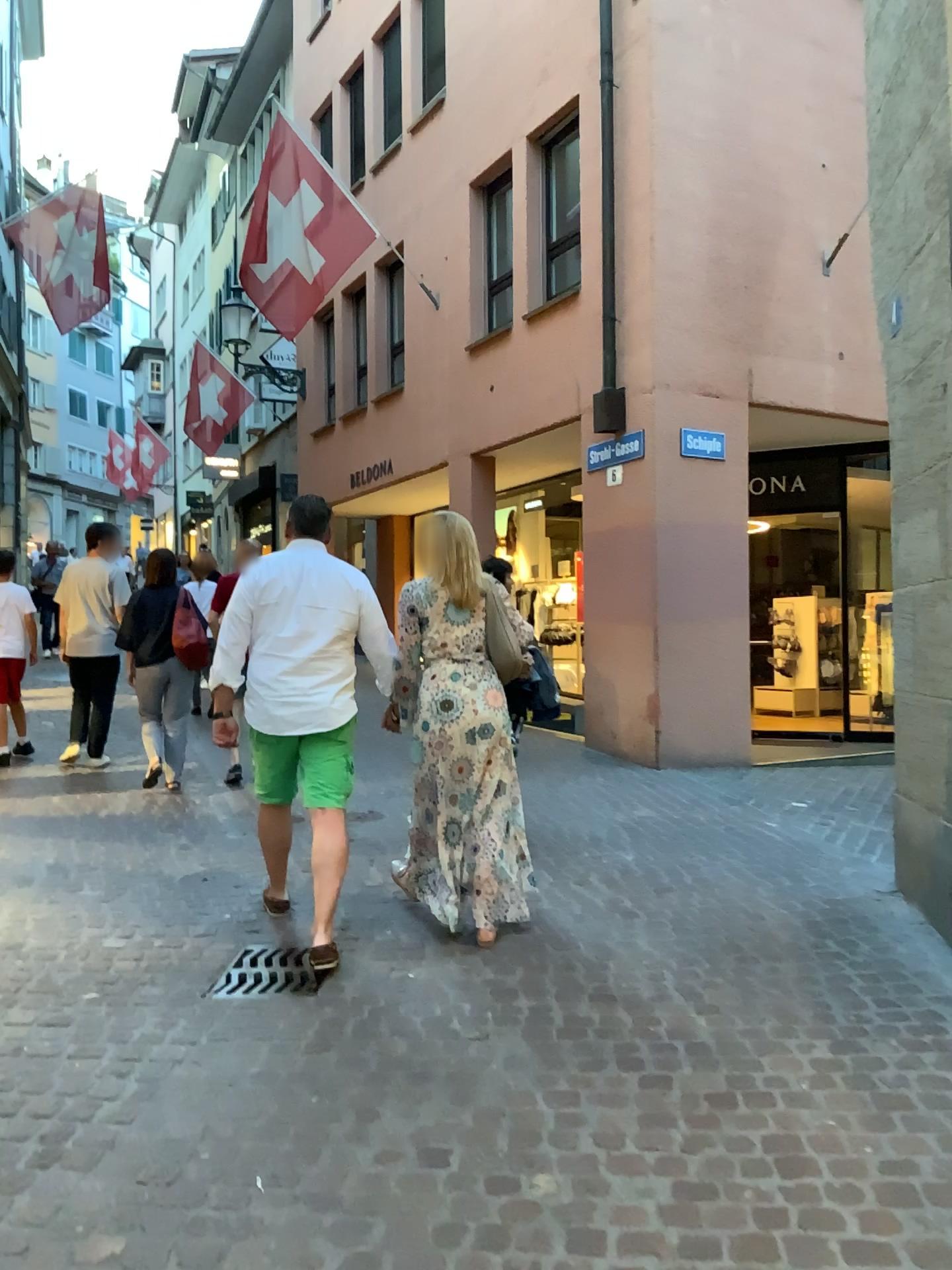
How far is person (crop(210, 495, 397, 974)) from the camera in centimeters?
395cm

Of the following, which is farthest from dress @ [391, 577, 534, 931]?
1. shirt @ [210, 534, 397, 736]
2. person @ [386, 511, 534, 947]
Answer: shirt @ [210, 534, 397, 736]

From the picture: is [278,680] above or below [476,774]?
above

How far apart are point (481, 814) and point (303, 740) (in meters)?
0.74

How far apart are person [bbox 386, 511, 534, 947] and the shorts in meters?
0.3

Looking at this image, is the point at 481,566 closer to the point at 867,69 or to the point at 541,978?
the point at 541,978

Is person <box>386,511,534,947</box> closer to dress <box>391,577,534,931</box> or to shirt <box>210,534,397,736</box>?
dress <box>391,577,534,931</box>

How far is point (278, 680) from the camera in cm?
396

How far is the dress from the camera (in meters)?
4.05

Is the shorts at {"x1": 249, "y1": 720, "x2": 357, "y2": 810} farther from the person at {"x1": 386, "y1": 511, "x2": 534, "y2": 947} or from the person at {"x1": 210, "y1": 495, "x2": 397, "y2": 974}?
the person at {"x1": 386, "y1": 511, "x2": 534, "y2": 947}
